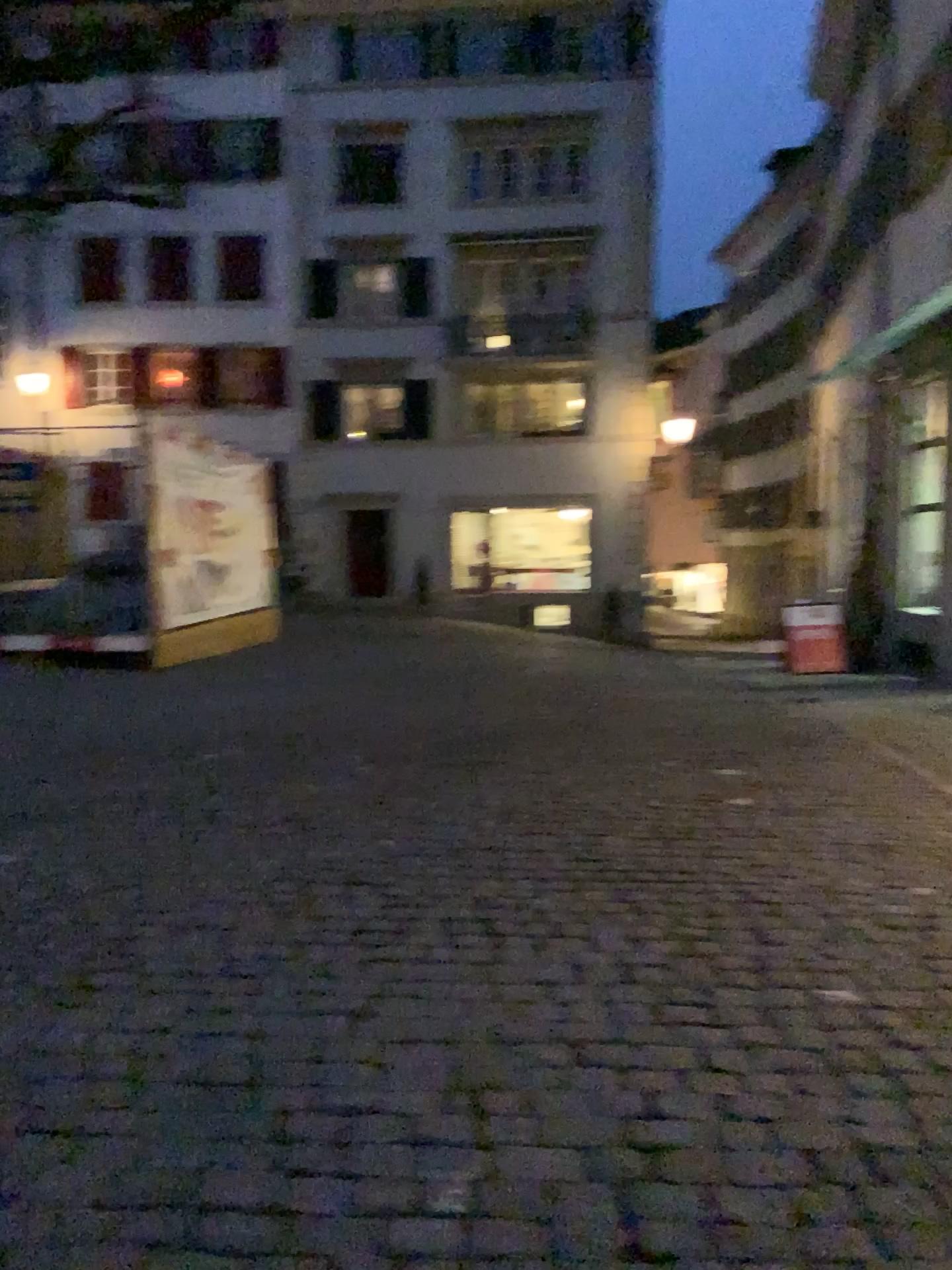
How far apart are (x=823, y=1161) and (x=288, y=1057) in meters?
1.3 m
